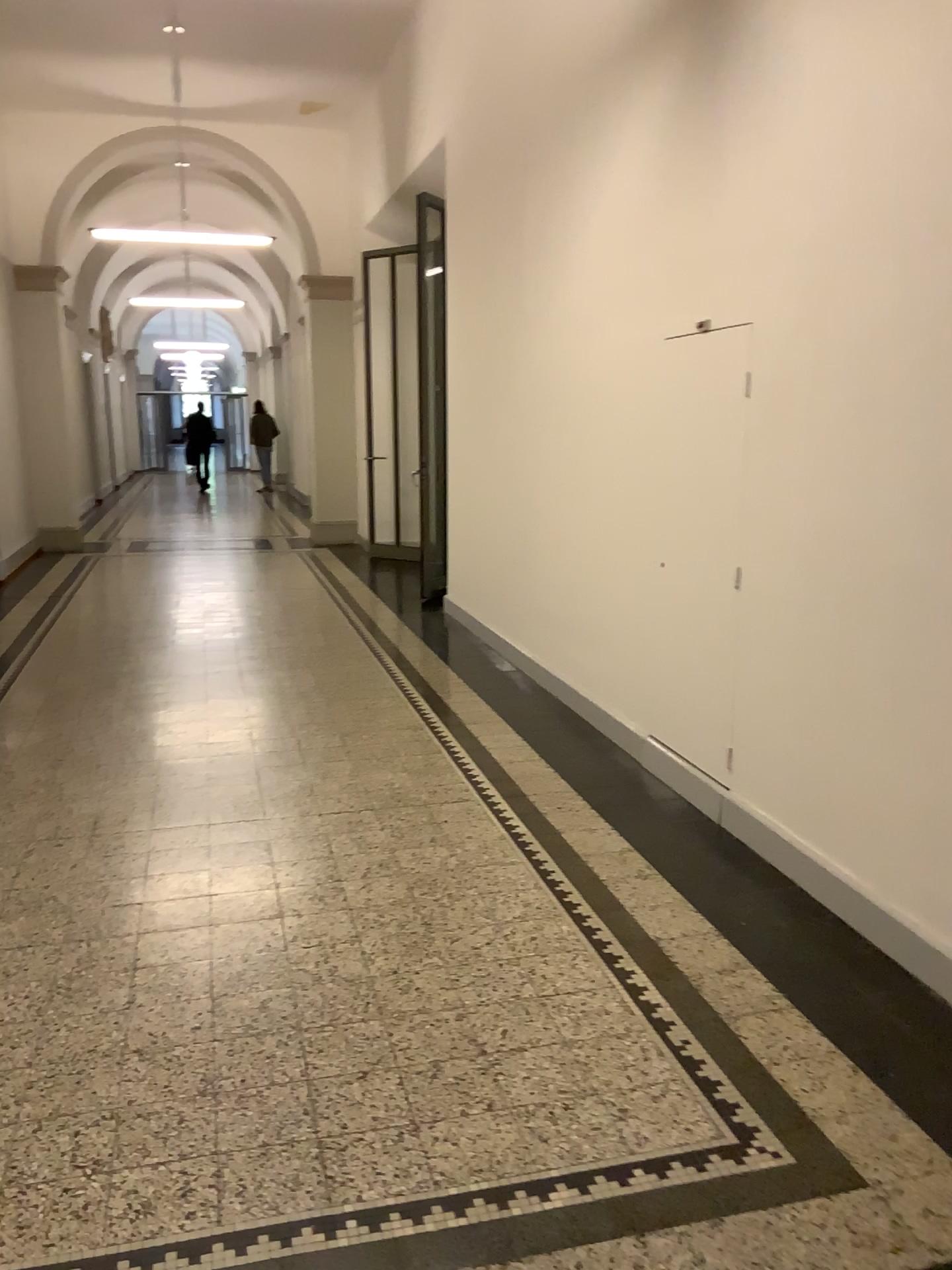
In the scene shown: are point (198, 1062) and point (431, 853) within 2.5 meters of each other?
yes
